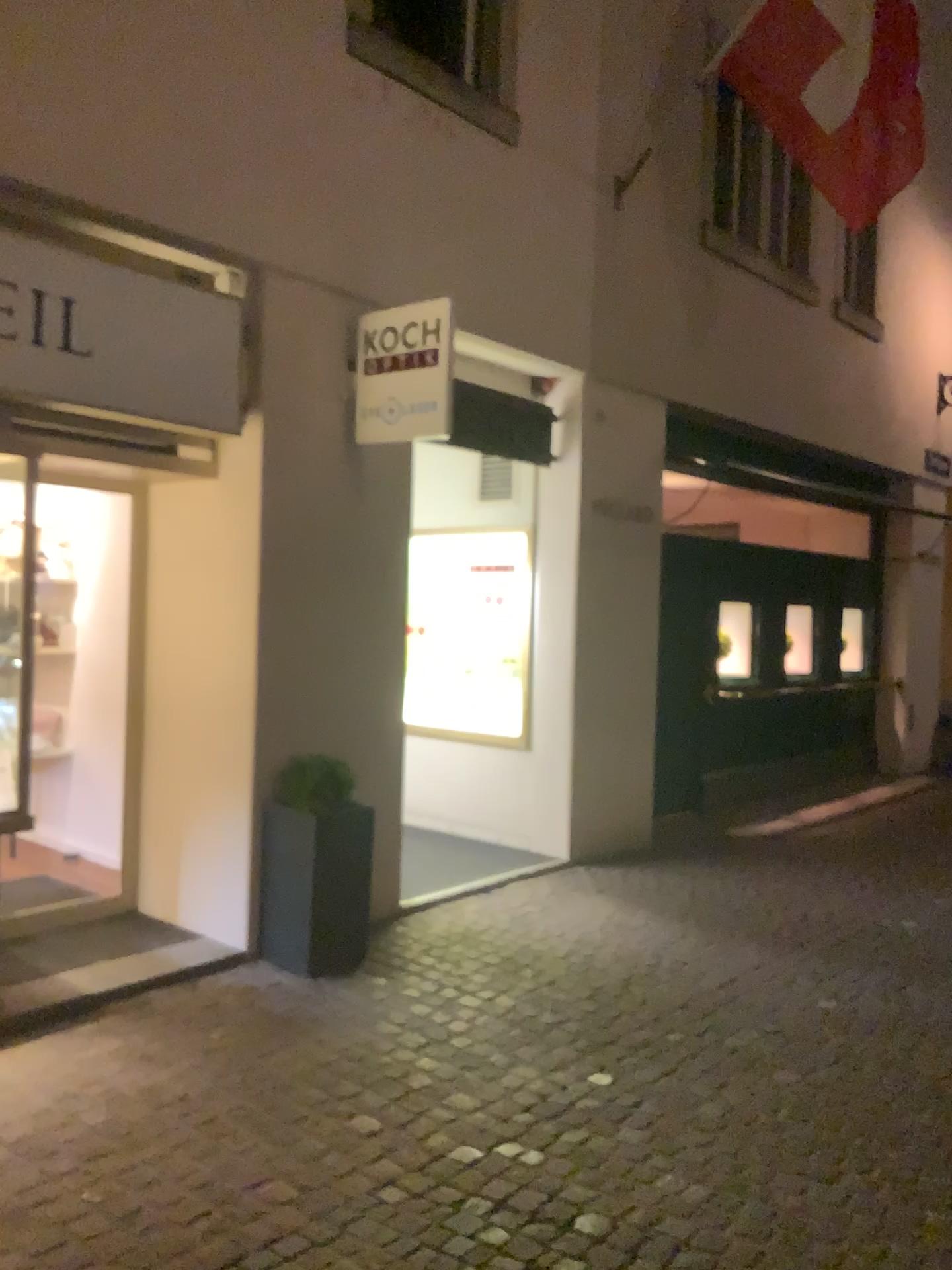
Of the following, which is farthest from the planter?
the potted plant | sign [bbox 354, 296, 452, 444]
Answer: sign [bbox 354, 296, 452, 444]

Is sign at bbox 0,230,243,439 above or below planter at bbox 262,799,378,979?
above

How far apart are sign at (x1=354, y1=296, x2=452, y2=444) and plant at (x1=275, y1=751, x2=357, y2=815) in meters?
1.5 m

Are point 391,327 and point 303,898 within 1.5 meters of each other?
no

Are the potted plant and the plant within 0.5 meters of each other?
yes

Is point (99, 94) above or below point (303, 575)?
above

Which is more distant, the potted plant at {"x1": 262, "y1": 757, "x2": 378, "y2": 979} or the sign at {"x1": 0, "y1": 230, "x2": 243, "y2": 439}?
the potted plant at {"x1": 262, "y1": 757, "x2": 378, "y2": 979}

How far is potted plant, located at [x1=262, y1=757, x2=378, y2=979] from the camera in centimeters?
467cm

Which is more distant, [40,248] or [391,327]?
[391,327]

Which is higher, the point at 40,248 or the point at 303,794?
the point at 40,248
